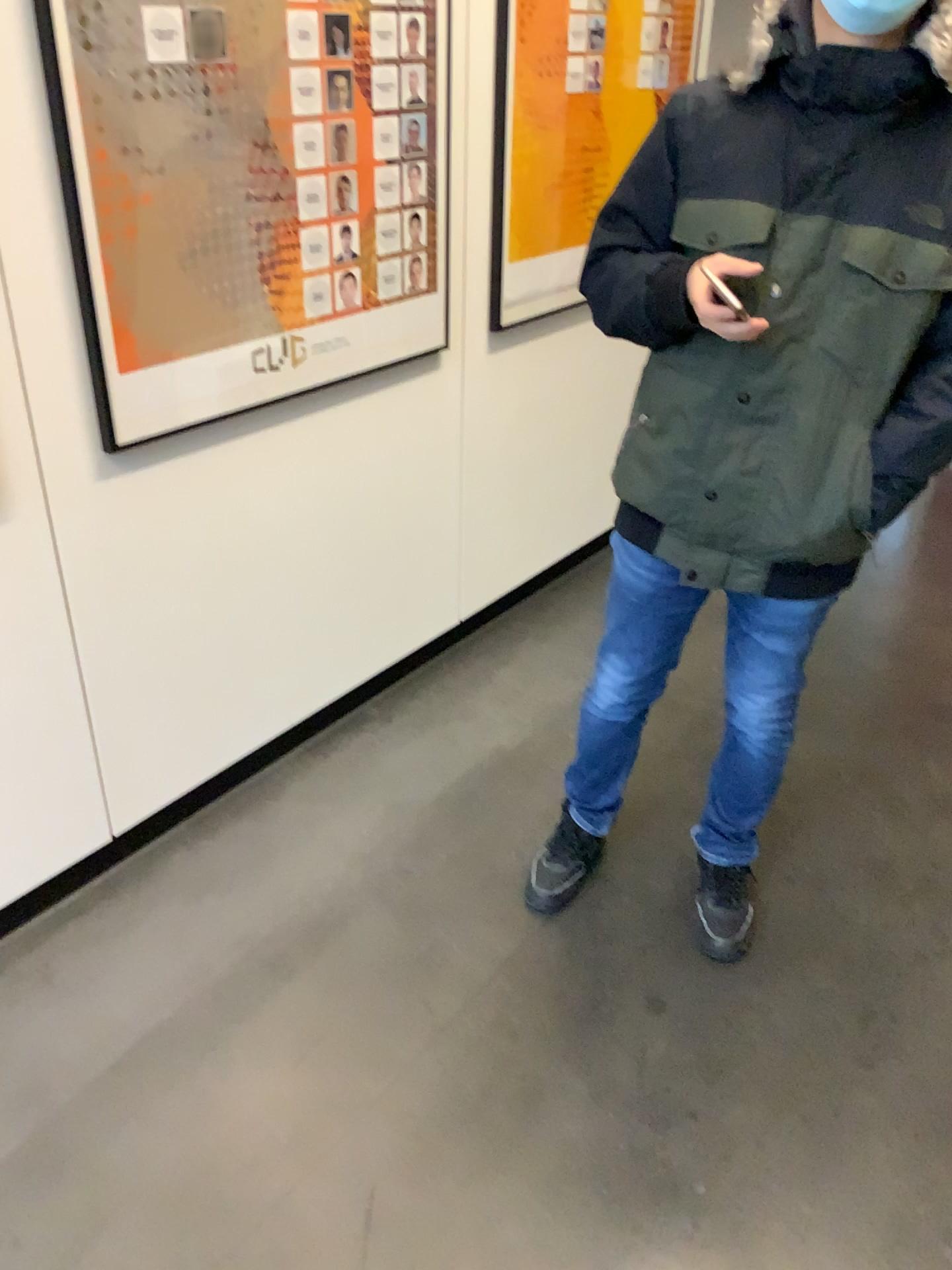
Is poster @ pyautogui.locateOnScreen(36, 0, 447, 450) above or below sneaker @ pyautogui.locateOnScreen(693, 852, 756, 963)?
above

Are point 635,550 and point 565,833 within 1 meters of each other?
yes

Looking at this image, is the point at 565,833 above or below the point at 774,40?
below

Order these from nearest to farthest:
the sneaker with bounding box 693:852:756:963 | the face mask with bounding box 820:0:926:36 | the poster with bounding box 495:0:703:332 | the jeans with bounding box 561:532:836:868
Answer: the face mask with bounding box 820:0:926:36, the jeans with bounding box 561:532:836:868, the sneaker with bounding box 693:852:756:963, the poster with bounding box 495:0:703:332

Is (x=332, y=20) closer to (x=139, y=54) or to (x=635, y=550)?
(x=139, y=54)

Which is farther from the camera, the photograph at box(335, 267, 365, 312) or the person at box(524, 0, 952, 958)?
the photograph at box(335, 267, 365, 312)

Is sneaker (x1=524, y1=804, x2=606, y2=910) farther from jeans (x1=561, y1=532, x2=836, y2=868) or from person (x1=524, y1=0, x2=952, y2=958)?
Answer: person (x1=524, y1=0, x2=952, y2=958)

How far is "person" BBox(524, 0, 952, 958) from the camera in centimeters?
134cm

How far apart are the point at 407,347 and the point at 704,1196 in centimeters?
169cm

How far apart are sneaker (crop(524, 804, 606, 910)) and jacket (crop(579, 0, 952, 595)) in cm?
64
